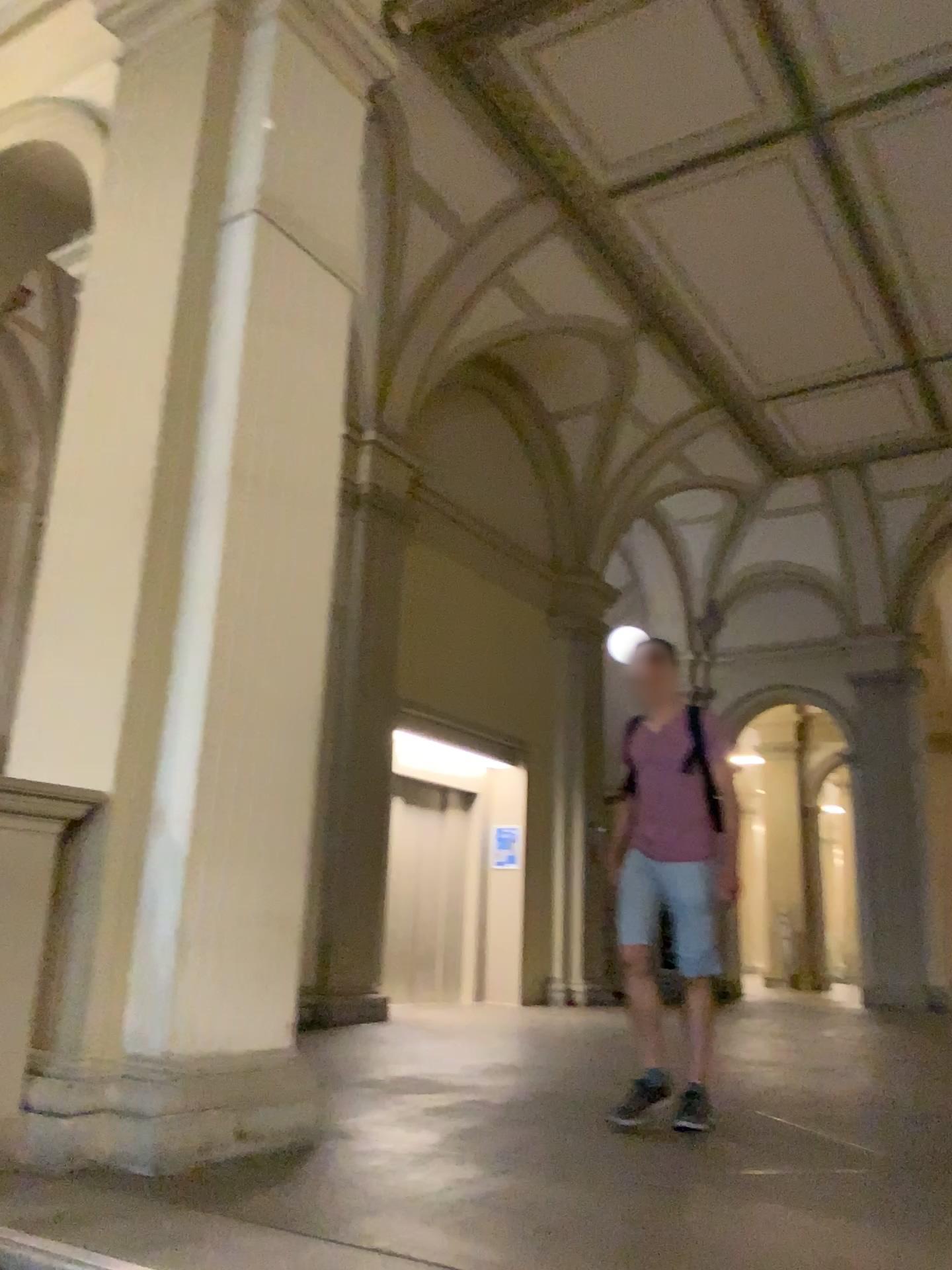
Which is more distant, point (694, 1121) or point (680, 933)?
point (680, 933)

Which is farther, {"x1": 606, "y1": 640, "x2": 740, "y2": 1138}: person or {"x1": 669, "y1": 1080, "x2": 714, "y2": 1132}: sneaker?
{"x1": 606, "y1": 640, "x2": 740, "y2": 1138}: person

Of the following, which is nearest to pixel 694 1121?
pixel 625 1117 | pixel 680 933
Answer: pixel 625 1117

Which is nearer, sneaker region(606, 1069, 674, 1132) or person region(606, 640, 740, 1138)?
sneaker region(606, 1069, 674, 1132)

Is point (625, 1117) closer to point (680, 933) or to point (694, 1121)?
point (694, 1121)

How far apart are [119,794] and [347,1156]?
1.3m
